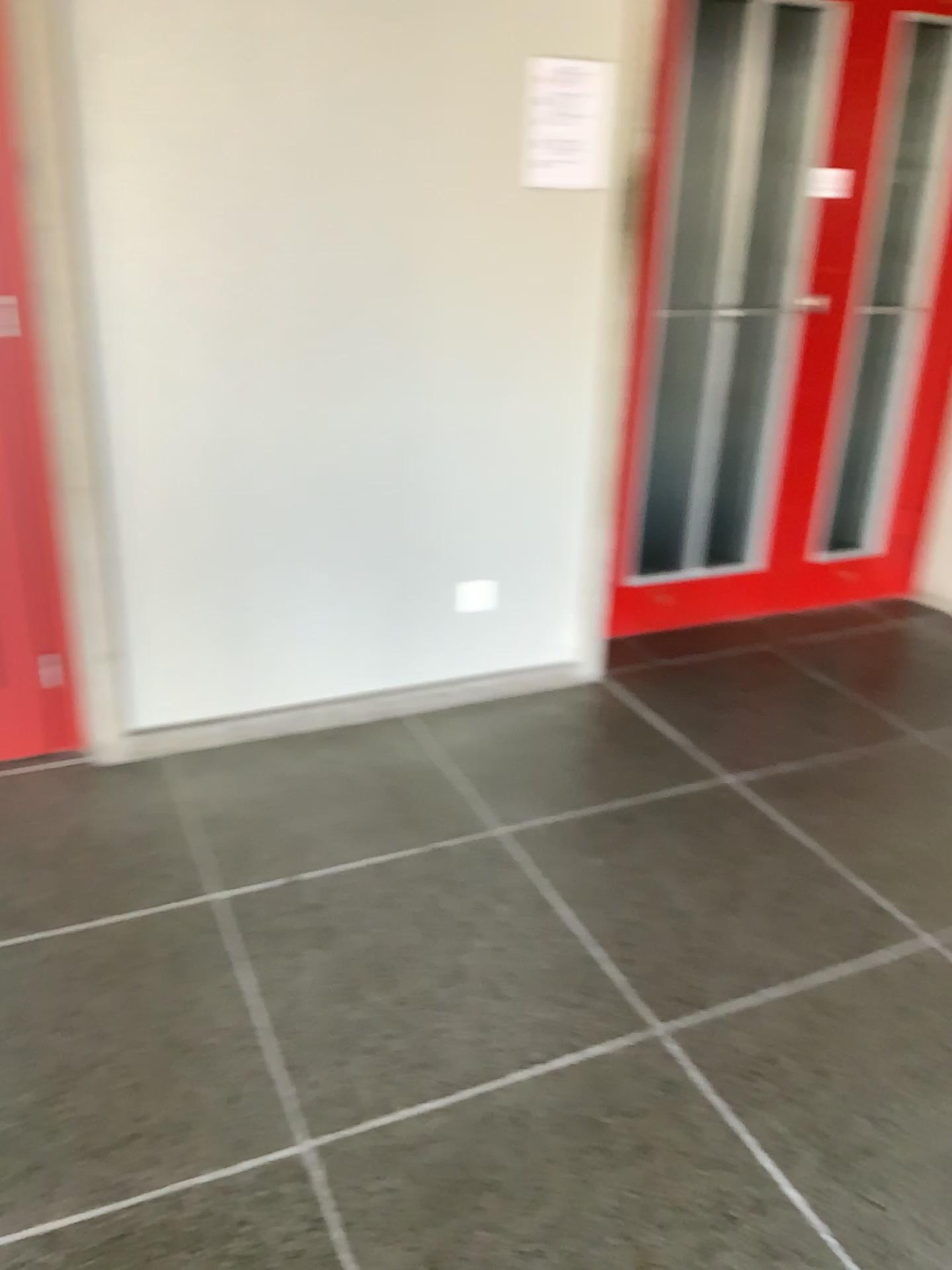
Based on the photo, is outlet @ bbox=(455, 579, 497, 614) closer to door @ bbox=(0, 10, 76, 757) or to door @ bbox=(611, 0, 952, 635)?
door @ bbox=(611, 0, 952, 635)

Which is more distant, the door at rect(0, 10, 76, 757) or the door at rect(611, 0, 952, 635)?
the door at rect(611, 0, 952, 635)

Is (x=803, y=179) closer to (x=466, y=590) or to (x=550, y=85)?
Answer: (x=550, y=85)

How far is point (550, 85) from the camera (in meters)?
2.61

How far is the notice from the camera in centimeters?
261cm

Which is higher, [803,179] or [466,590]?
[803,179]

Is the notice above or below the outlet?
above

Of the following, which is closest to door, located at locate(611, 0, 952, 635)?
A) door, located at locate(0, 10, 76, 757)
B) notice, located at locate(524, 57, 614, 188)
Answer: notice, located at locate(524, 57, 614, 188)

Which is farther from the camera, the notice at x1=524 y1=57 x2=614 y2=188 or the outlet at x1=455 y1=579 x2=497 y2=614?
the outlet at x1=455 y1=579 x2=497 y2=614

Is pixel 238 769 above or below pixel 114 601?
below
